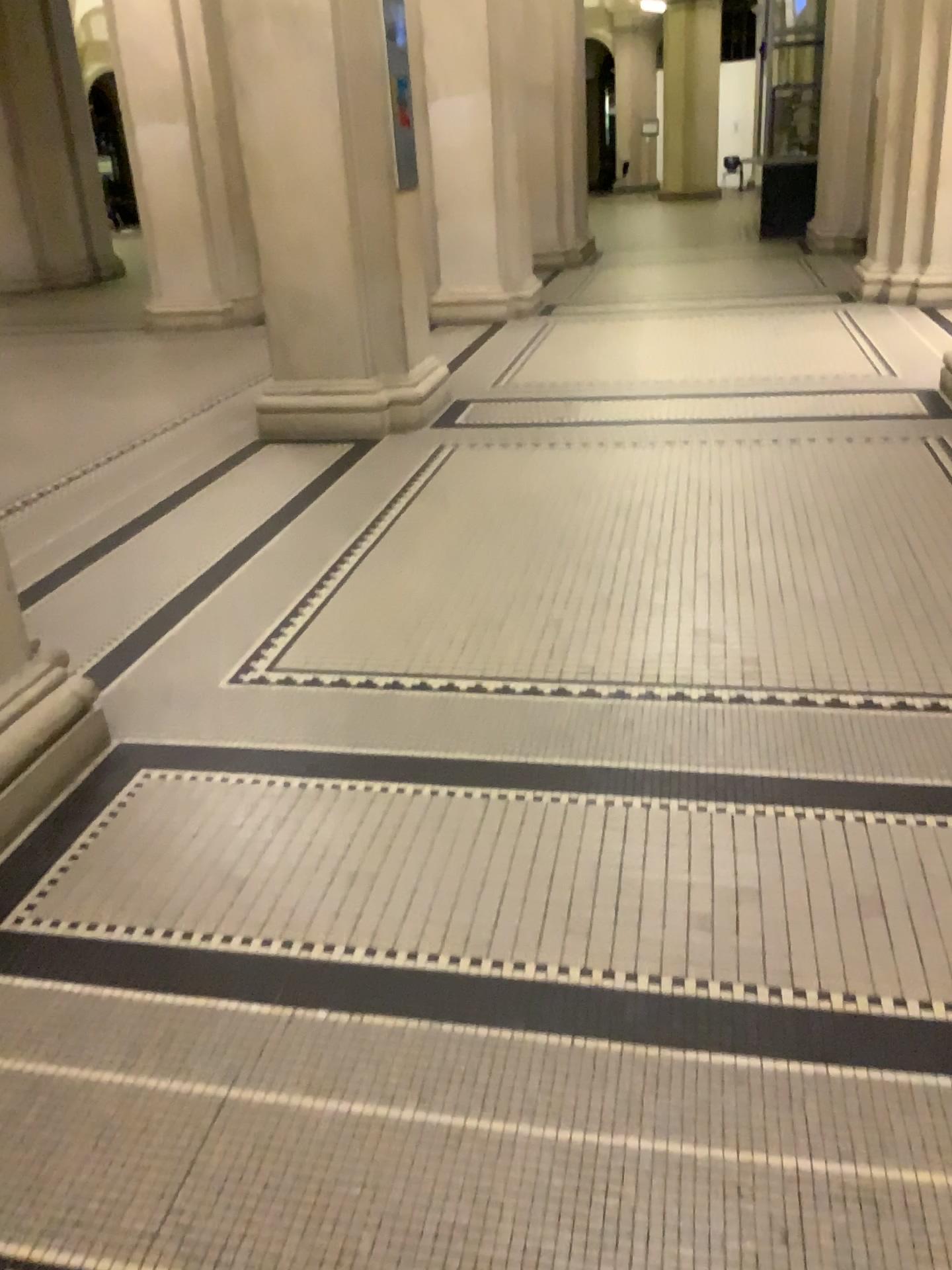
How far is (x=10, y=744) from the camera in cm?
238

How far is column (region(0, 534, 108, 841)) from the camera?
2.4 meters

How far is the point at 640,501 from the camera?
4.27m
